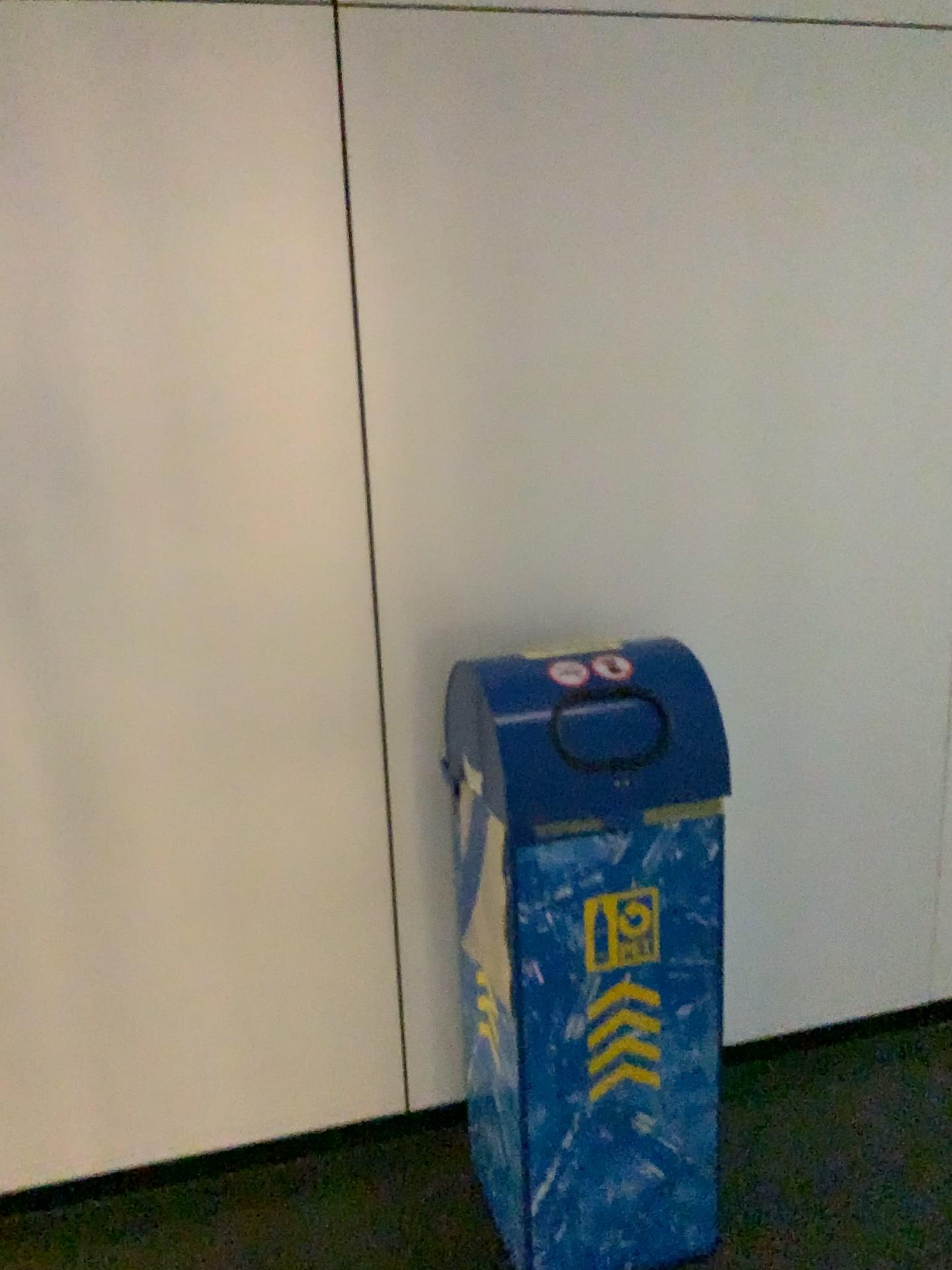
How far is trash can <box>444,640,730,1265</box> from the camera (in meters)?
1.65

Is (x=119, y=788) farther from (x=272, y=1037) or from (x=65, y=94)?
(x=65, y=94)

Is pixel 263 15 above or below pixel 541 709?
above

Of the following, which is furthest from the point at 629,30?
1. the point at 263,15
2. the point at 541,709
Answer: the point at 541,709

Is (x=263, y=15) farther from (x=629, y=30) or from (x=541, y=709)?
(x=541, y=709)
